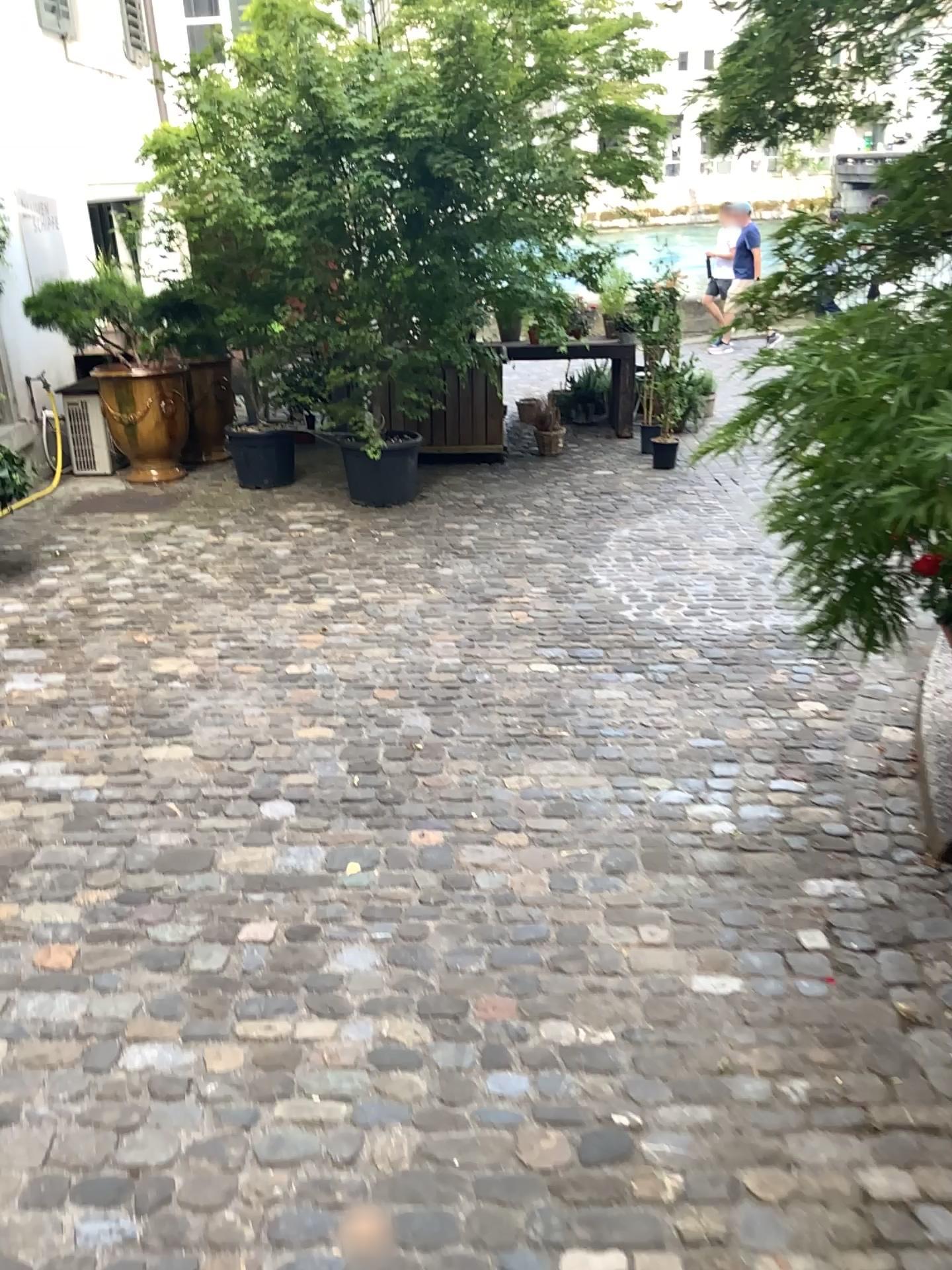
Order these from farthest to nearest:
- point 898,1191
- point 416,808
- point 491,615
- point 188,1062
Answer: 1. point 491,615
2. point 416,808
3. point 188,1062
4. point 898,1191
